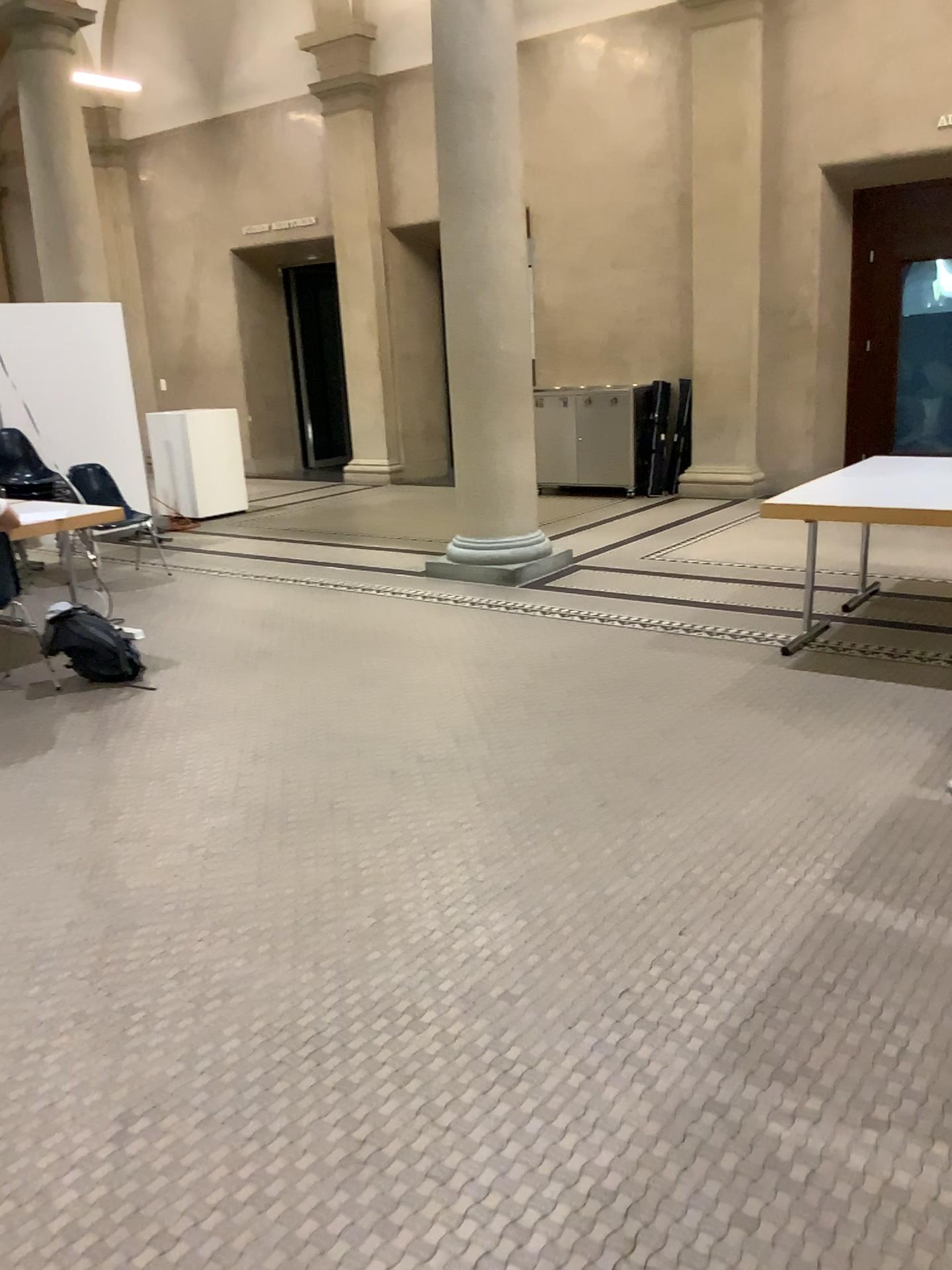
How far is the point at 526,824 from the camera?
3.36m
